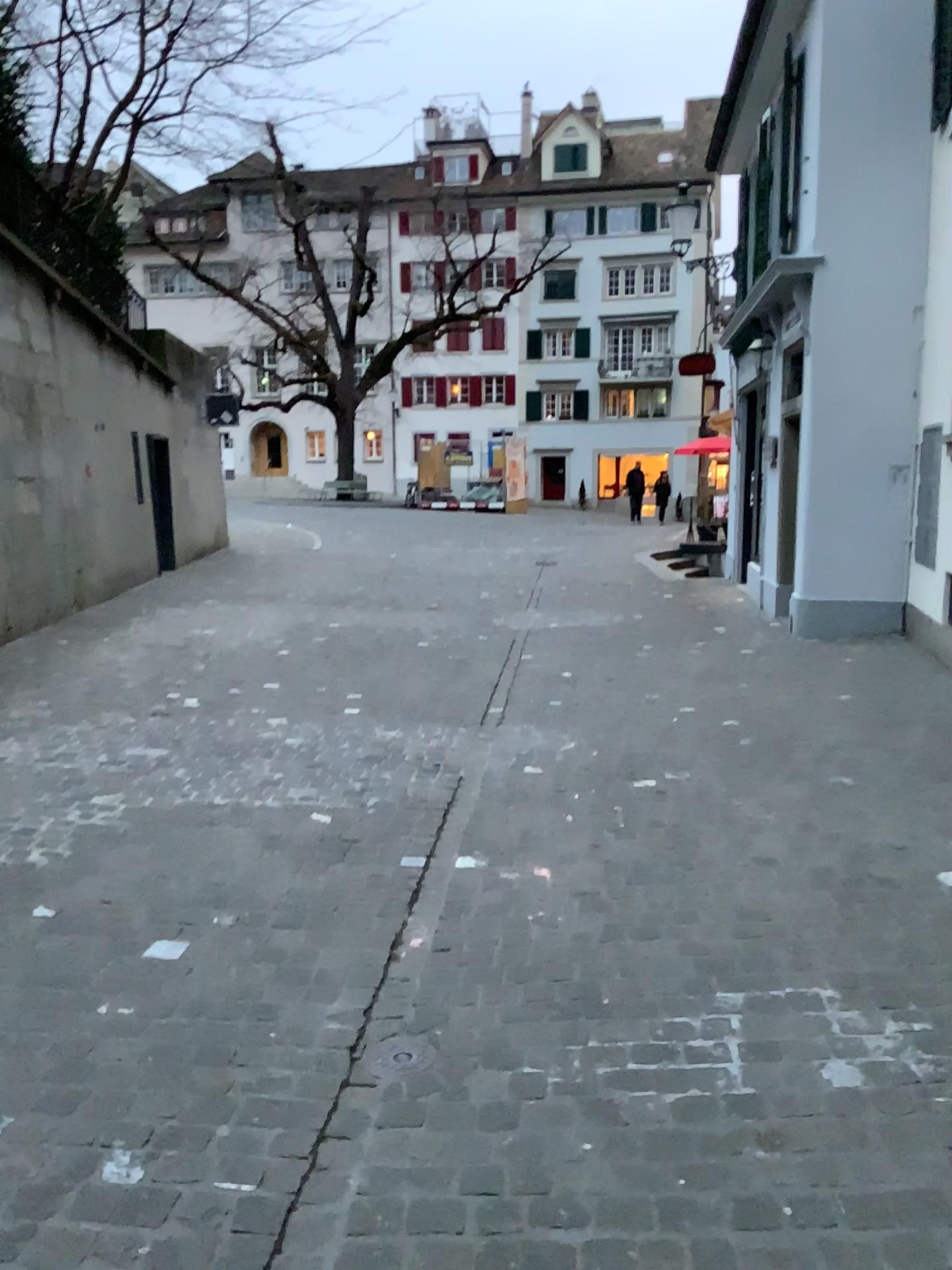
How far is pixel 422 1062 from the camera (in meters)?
2.40

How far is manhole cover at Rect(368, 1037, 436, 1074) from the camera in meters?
2.4 m

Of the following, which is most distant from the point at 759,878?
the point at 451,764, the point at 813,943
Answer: the point at 451,764
